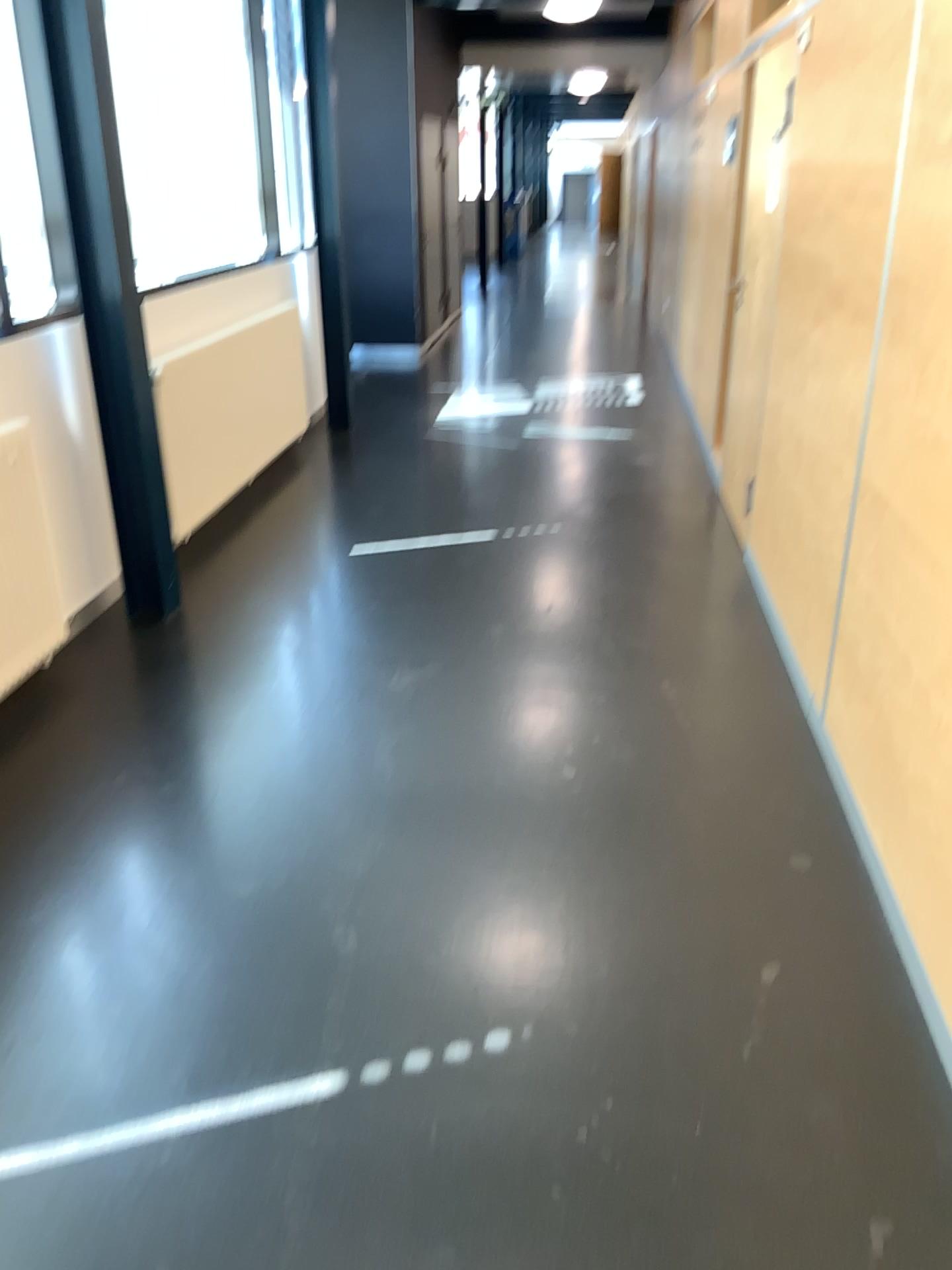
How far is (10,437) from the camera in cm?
322

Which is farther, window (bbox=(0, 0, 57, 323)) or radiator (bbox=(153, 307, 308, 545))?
radiator (bbox=(153, 307, 308, 545))

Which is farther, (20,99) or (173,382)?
(173,382)

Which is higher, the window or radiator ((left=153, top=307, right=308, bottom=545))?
the window

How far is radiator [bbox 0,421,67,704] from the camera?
3.22m

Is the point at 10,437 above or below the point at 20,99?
below

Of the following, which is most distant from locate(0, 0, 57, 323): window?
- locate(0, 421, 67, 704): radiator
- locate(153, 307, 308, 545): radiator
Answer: locate(153, 307, 308, 545): radiator

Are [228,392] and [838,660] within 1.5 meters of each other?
no

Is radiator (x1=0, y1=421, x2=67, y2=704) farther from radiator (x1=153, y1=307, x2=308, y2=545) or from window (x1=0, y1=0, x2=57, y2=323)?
radiator (x1=153, y1=307, x2=308, y2=545)
